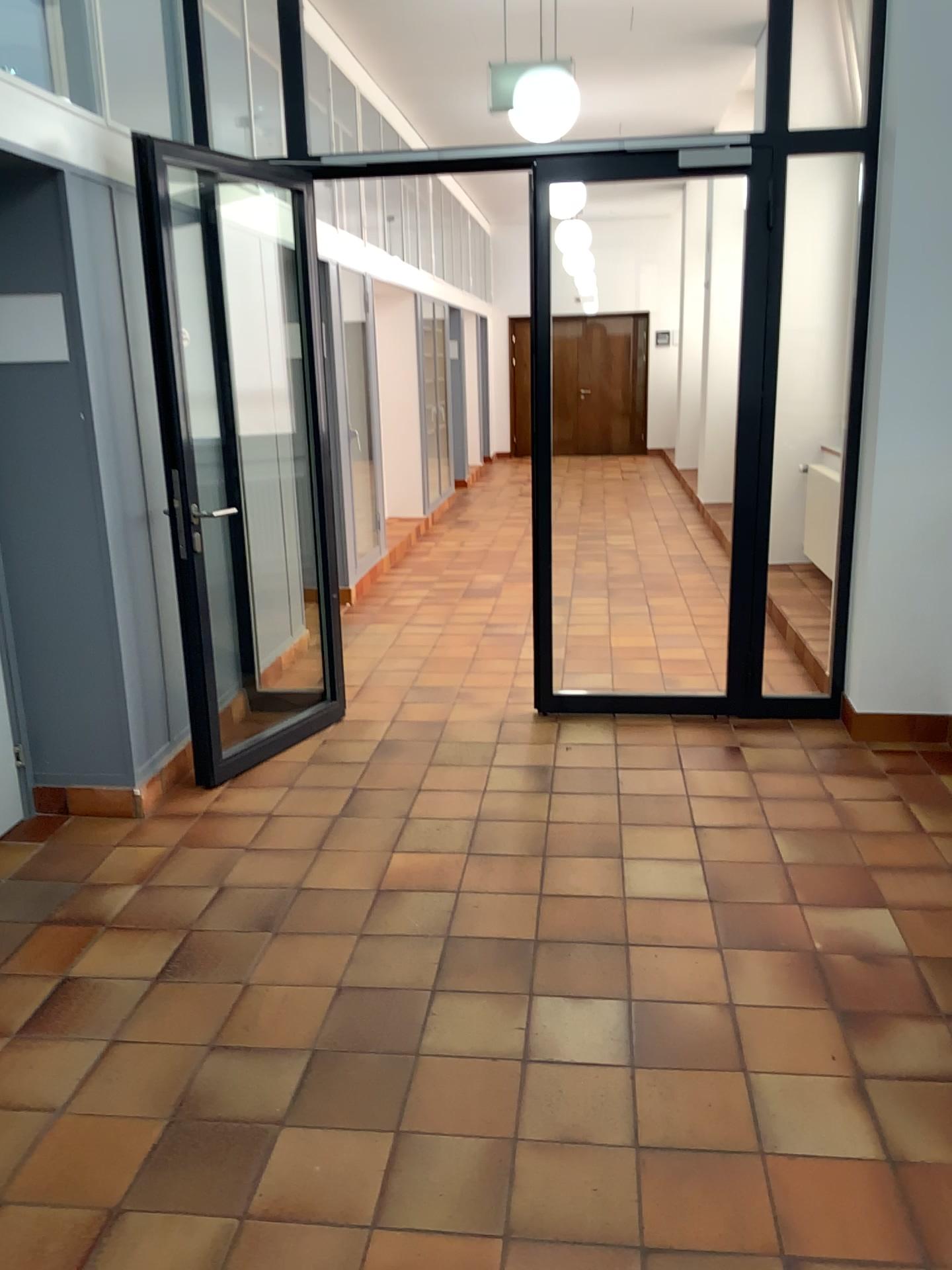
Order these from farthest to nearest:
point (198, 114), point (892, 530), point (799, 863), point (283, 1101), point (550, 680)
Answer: point (550, 680), point (198, 114), point (892, 530), point (799, 863), point (283, 1101)
